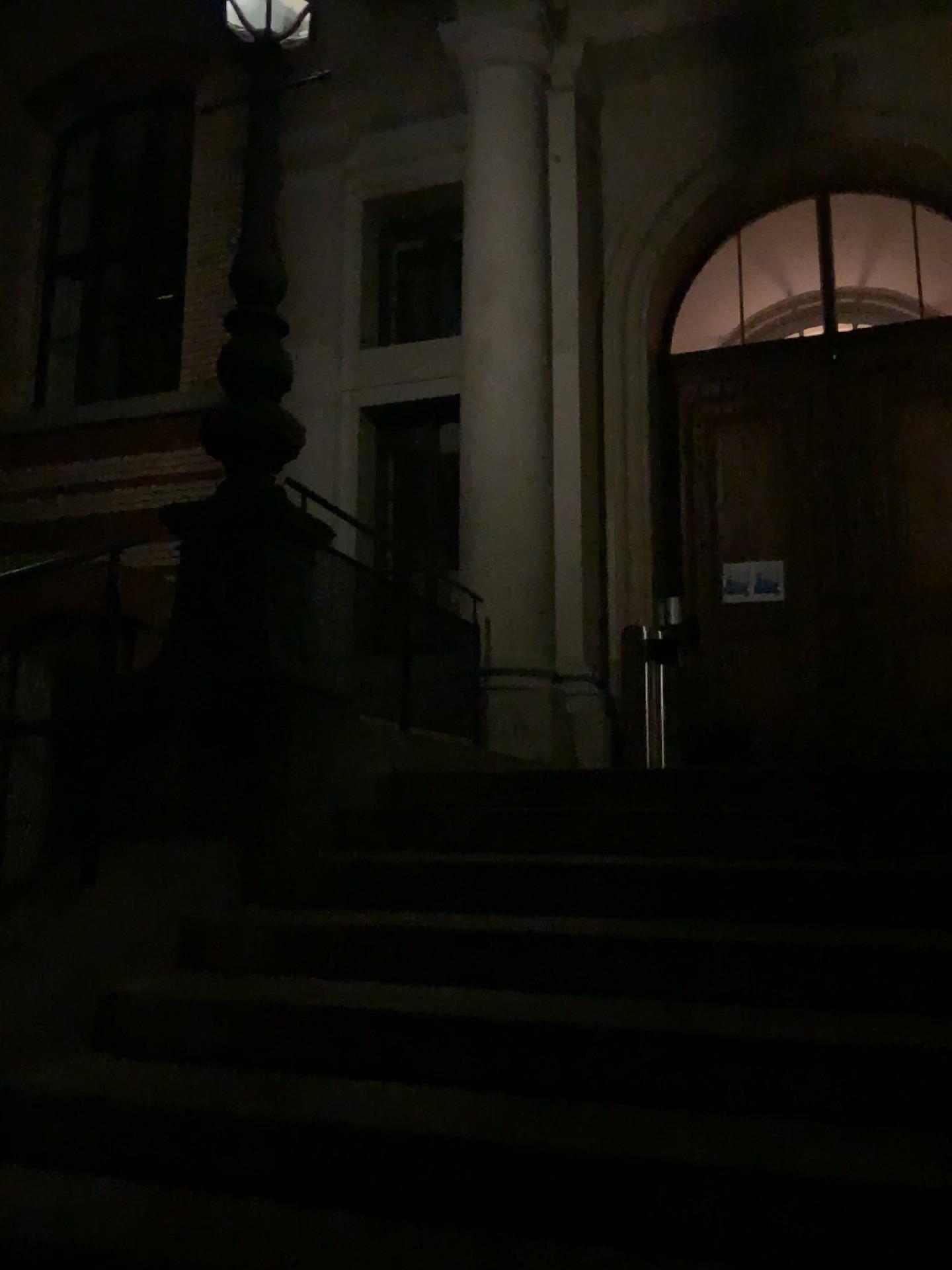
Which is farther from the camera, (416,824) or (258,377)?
(258,377)
